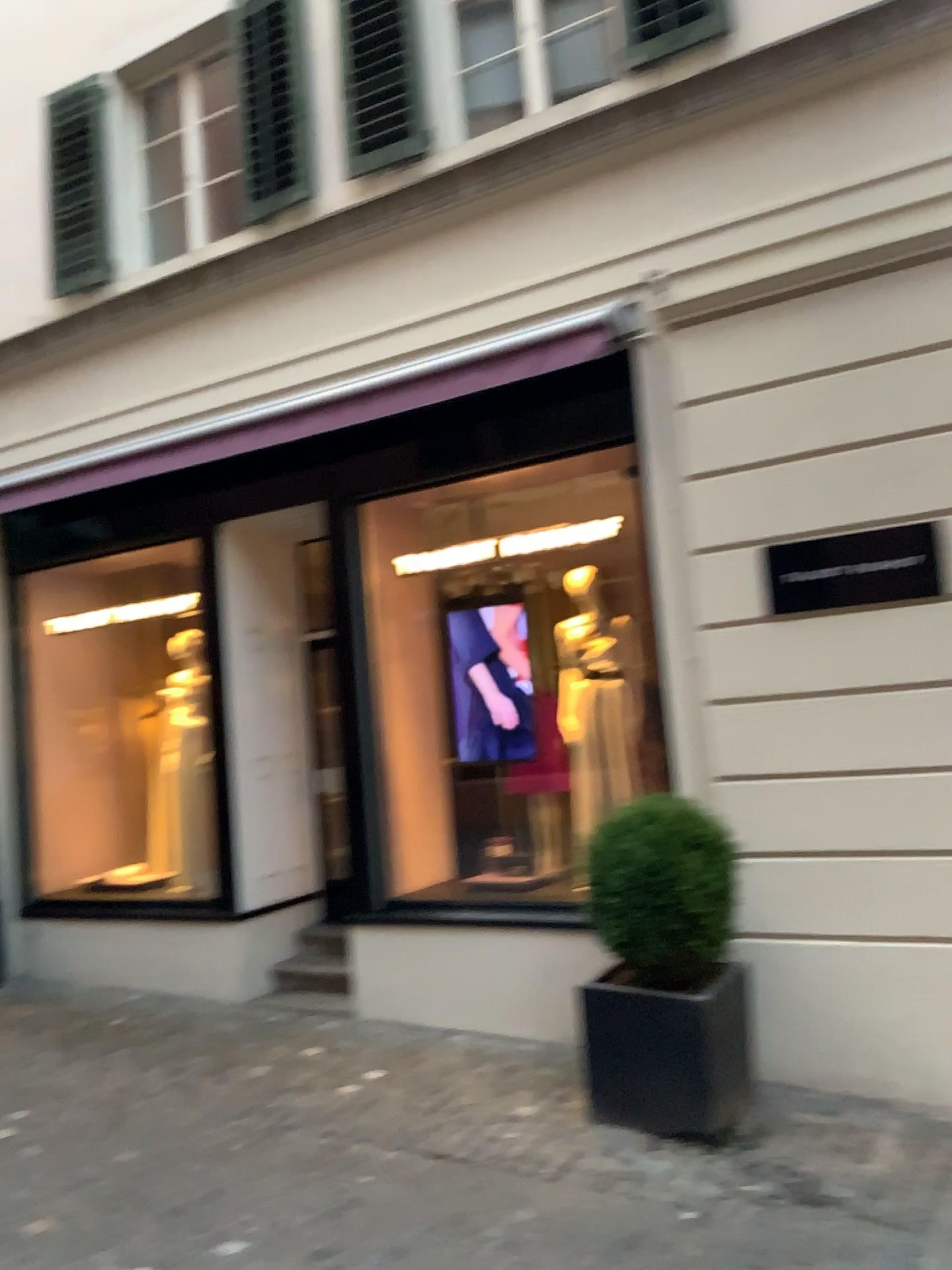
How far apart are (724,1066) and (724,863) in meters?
0.8

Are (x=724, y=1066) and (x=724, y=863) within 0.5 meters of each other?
no

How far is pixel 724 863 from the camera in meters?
4.6 m

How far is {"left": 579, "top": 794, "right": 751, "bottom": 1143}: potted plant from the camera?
→ 4.52m

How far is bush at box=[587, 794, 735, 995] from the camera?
4.6m

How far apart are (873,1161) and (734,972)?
0.9m

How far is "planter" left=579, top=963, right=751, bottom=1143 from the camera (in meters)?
4.47
